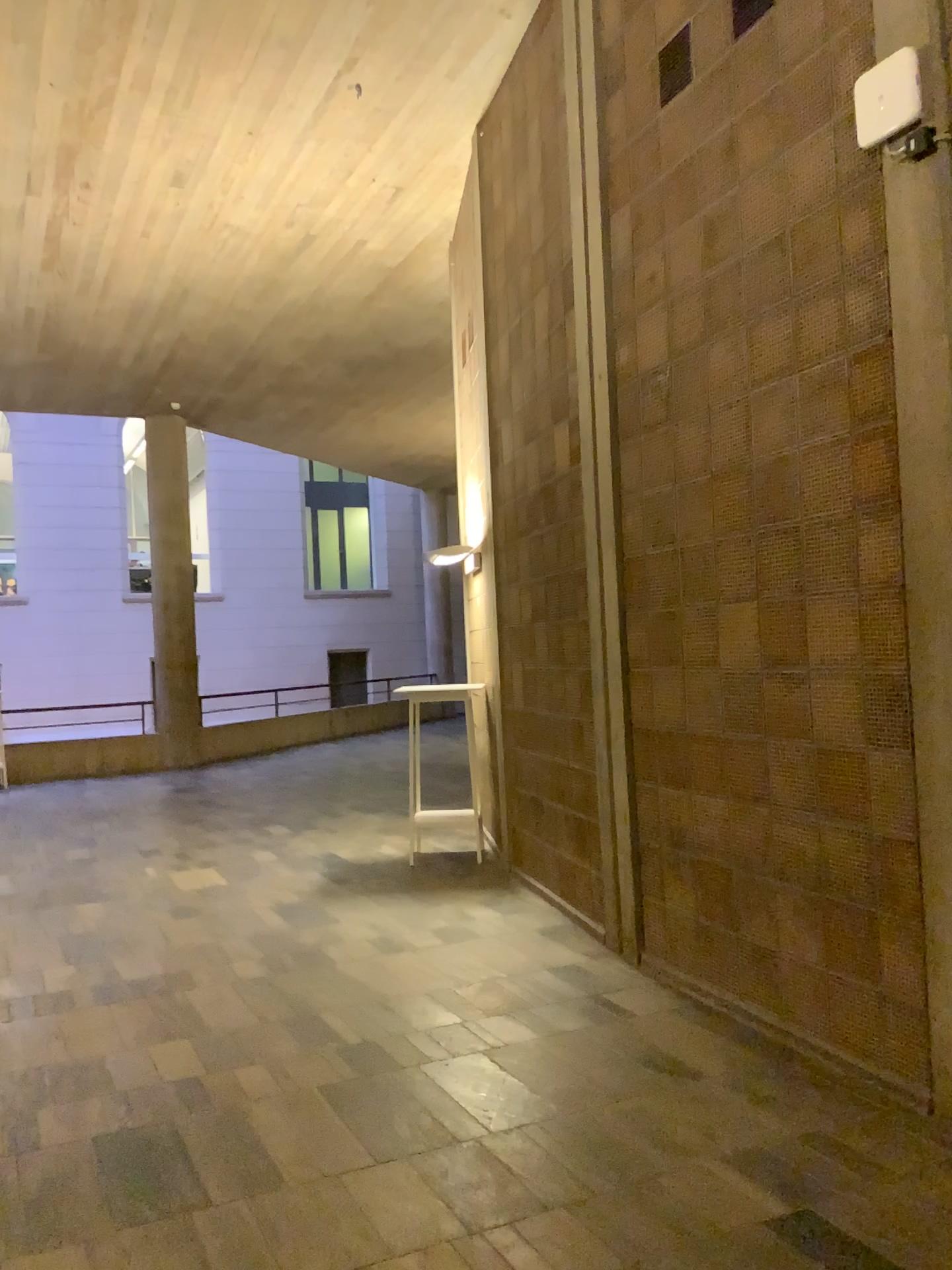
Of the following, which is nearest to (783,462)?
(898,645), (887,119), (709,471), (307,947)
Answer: (709,471)
